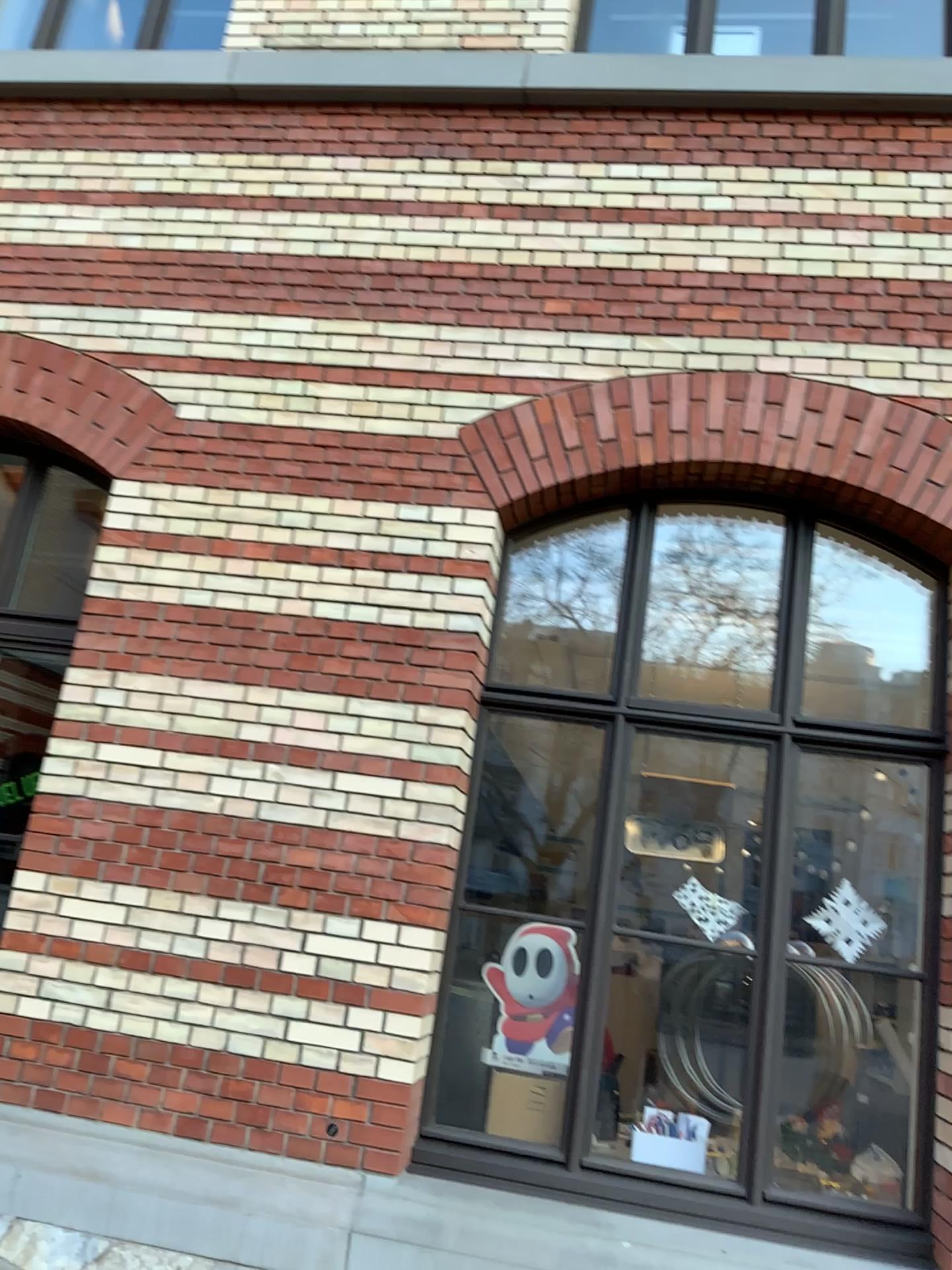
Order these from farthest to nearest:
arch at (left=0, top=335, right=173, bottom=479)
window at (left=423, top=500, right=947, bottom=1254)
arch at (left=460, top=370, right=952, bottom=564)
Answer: arch at (left=0, top=335, right=173, bottom=479), arch at (left=460, top=370, right=952, bottom=564), window at (left=423, top=500, right=947, bottom=1254)

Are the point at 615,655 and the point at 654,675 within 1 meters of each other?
yes

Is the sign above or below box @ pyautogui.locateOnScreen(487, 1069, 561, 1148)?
above

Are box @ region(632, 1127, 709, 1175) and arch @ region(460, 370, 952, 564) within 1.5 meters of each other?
no

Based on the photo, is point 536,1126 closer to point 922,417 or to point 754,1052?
point 754,1052

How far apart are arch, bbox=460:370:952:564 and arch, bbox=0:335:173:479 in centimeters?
124cm

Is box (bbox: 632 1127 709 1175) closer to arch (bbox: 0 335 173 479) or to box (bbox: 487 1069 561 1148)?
box (bbox: 487 1069 561 1148)

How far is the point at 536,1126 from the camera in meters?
3.6

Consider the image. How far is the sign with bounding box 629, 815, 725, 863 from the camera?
3.8 meters

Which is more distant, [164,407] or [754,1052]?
[164,407]
